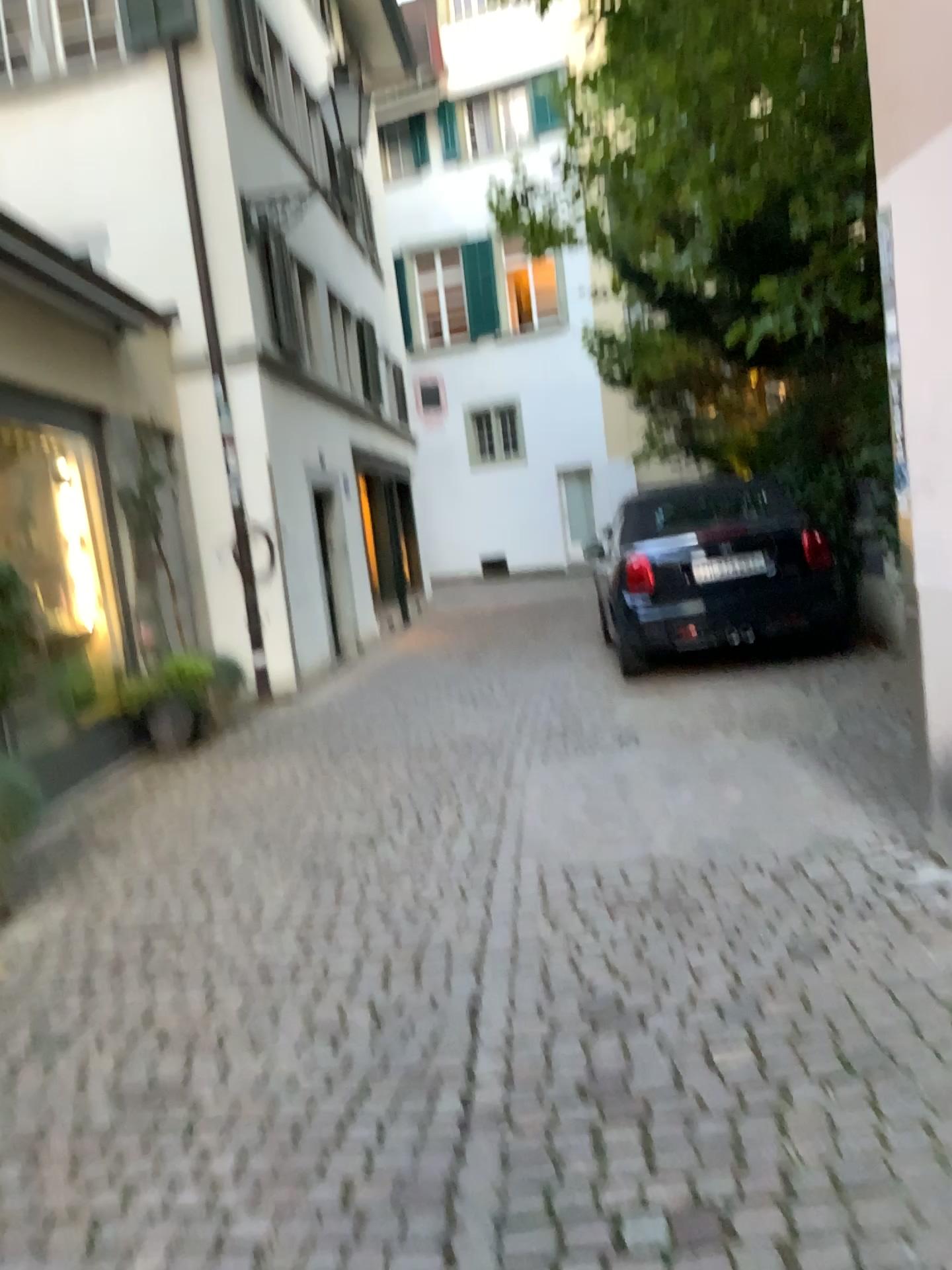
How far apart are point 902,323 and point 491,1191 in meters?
2.7
